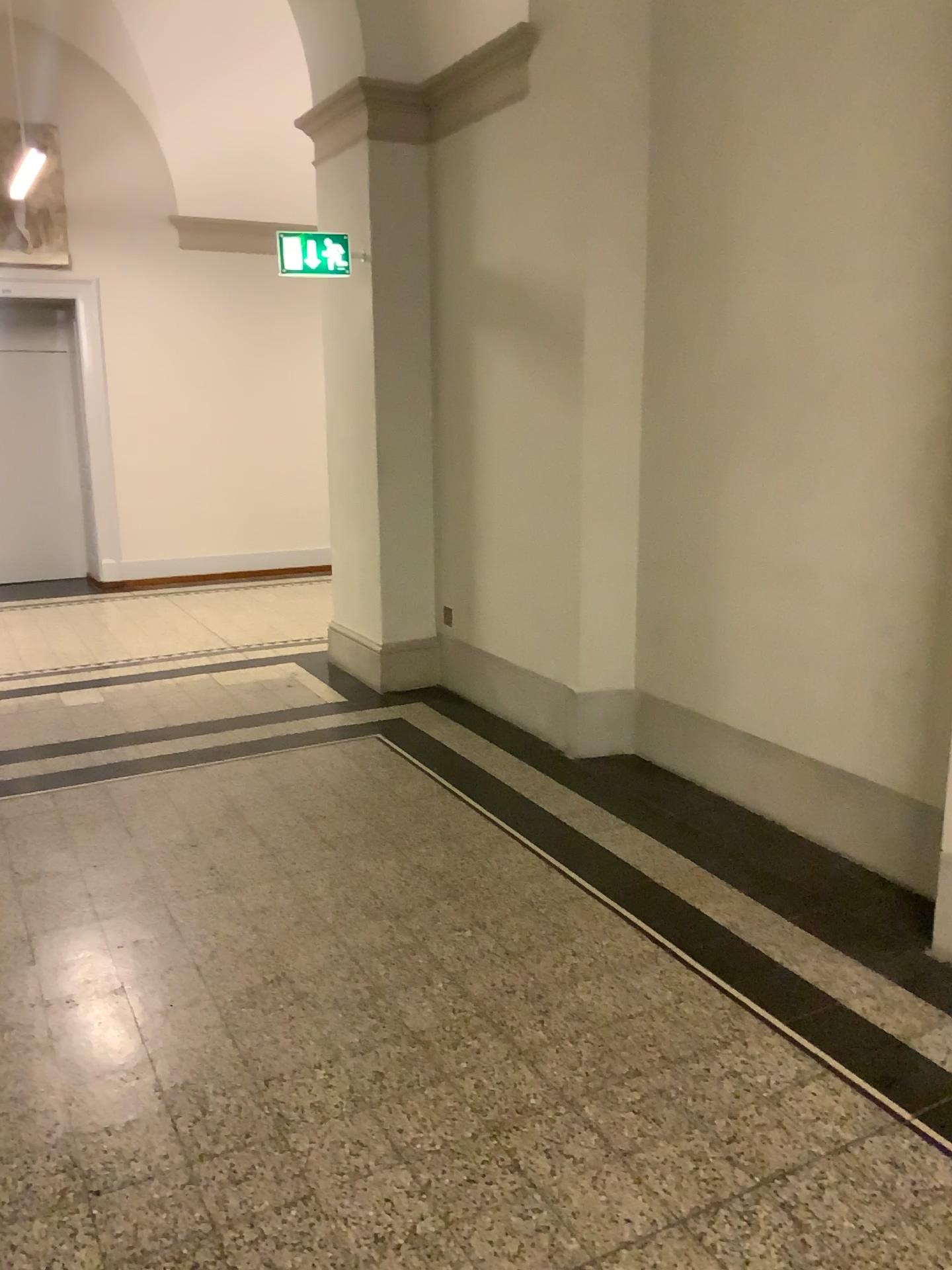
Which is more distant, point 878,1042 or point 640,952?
point 640,952
